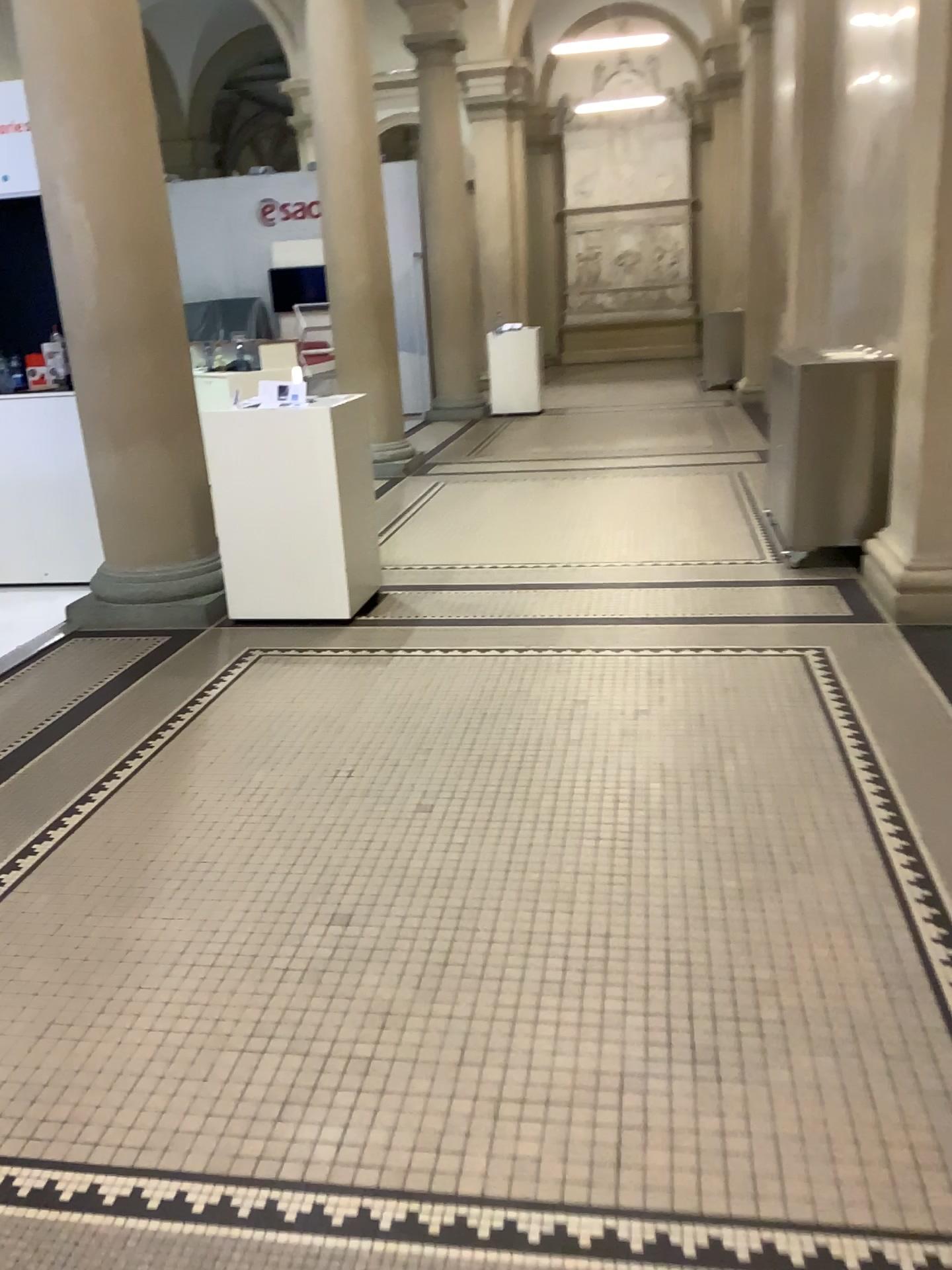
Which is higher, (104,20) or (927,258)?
(104,20)

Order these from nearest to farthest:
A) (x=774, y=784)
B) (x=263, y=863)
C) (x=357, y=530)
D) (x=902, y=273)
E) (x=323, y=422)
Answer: (x=263, y=863), (x=774, y=784), (x=902, y=273), (x=323, y=422), (x=357, y=530)
